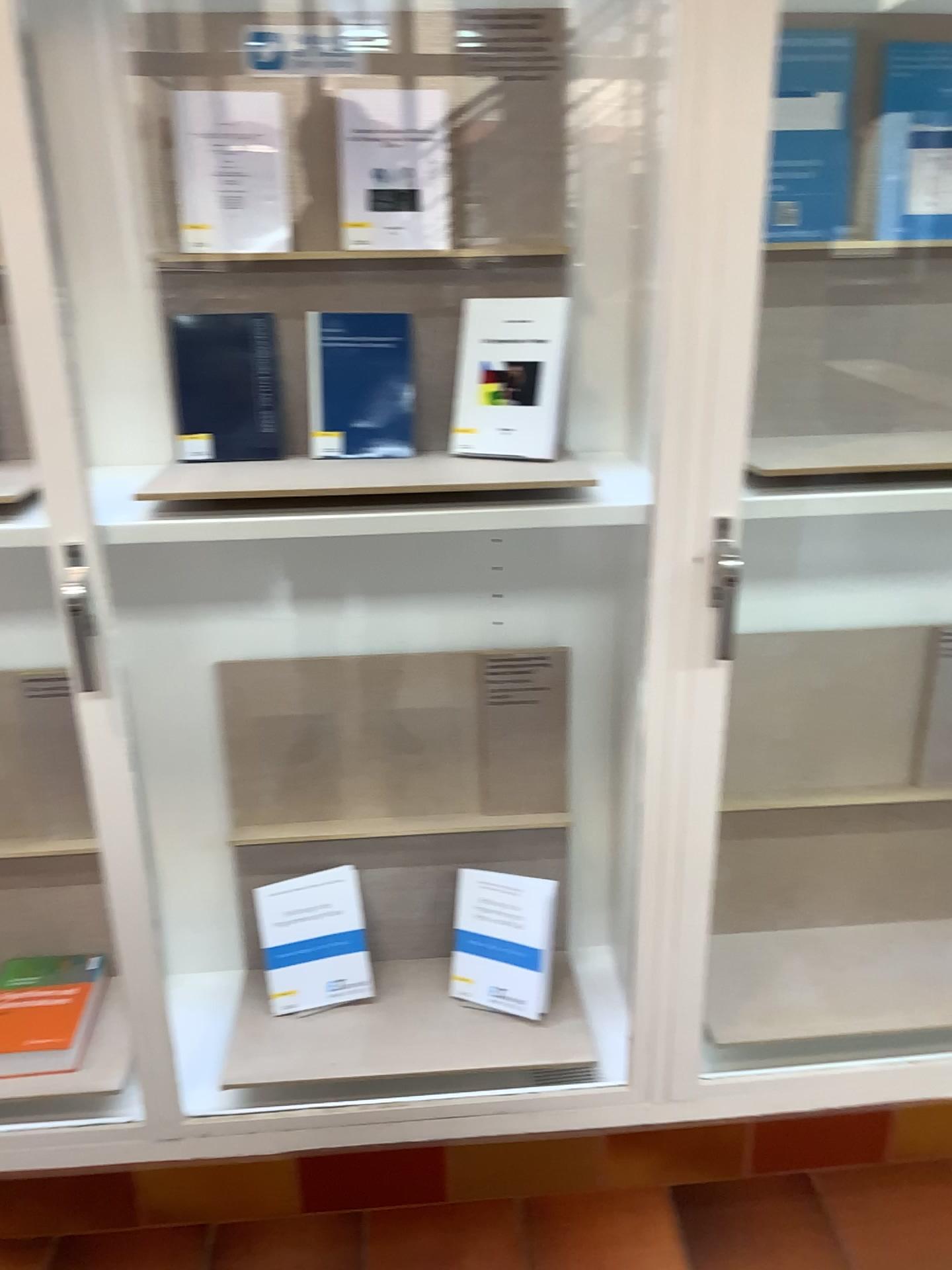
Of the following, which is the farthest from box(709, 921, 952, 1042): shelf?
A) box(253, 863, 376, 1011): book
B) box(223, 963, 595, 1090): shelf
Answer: box(253, 863, 376, 1011): book

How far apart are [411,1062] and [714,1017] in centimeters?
52cm

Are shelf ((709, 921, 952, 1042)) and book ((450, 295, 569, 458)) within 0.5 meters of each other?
no

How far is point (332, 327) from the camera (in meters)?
1.56

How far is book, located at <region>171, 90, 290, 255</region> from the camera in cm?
148

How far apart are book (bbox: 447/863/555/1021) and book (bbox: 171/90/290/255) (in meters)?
1.07

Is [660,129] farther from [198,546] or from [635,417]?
[198,546]

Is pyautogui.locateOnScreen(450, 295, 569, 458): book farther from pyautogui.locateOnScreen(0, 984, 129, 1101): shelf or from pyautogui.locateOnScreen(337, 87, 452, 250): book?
pyautogui.locateOnScreen(0, 984, 129, 1101): shelf

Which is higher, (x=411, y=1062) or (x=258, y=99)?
(x=258, y=99)

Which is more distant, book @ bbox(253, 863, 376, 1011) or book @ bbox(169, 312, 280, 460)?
book @ bbox(253, 863, 376, 1011)
